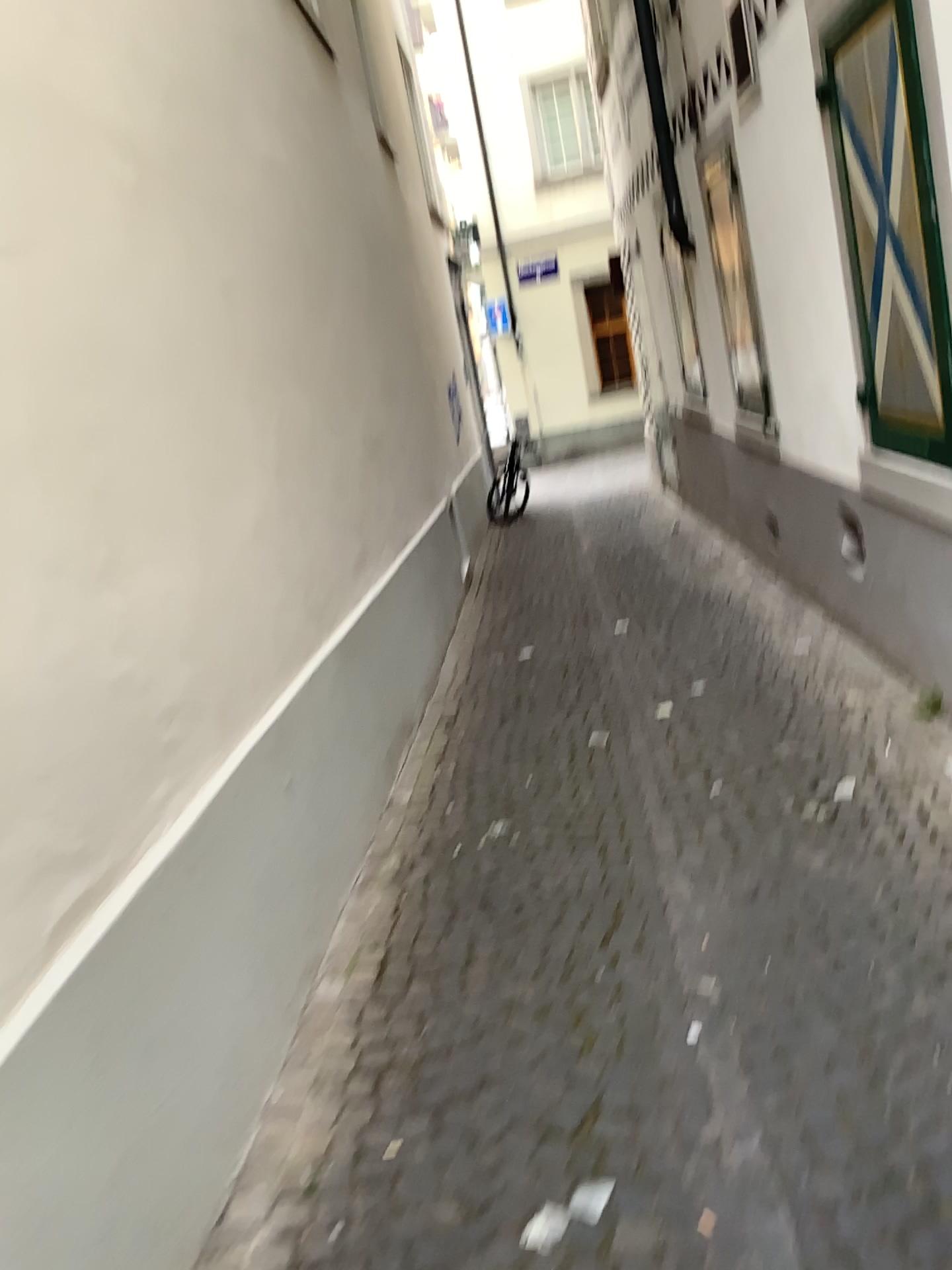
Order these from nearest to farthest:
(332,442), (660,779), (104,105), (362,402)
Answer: (104,105), (660,779), (332,442), (362,402)
